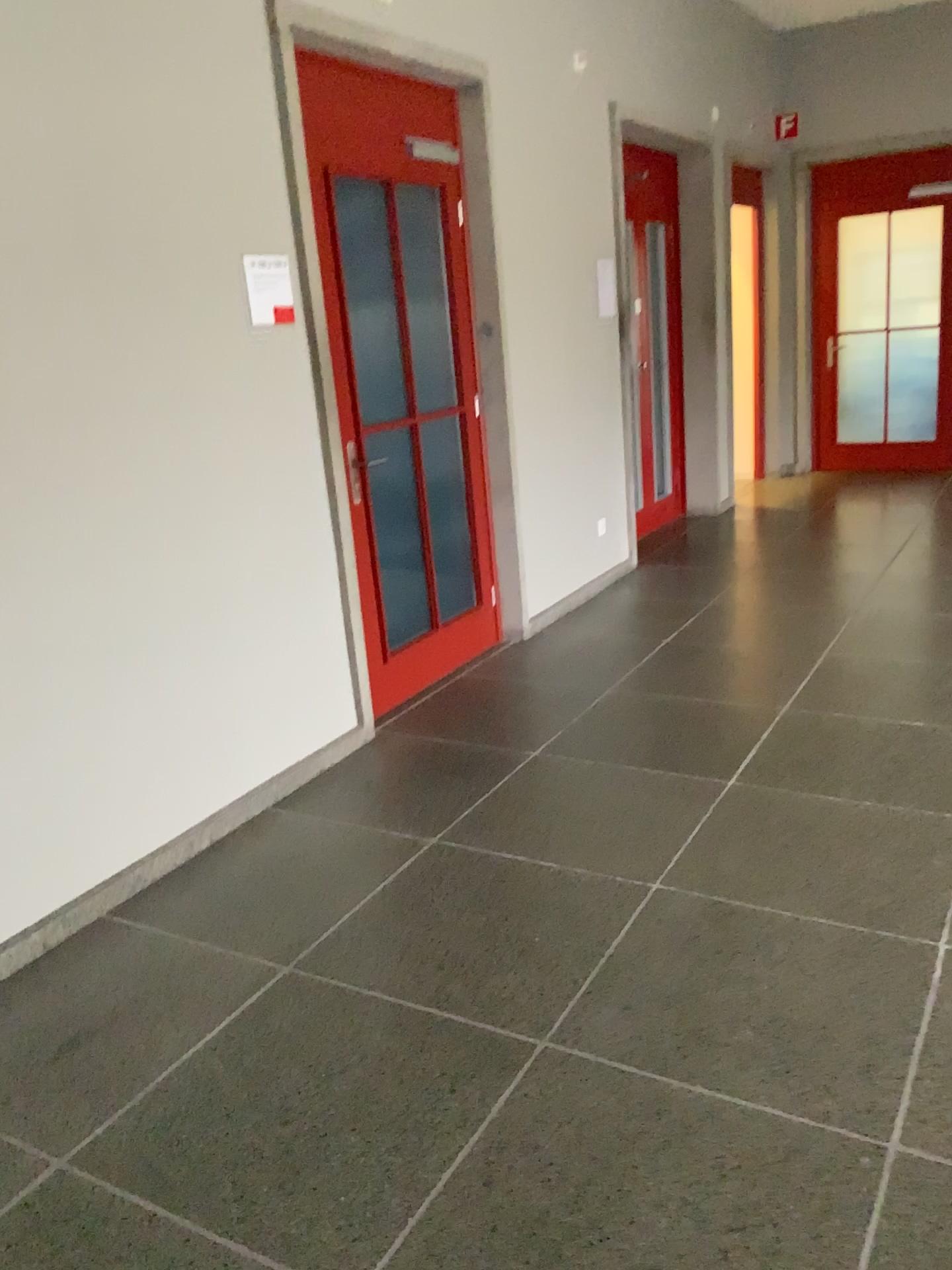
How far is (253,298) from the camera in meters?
3.3

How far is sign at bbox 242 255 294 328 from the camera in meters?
3.3

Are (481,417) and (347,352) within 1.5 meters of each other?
yes
